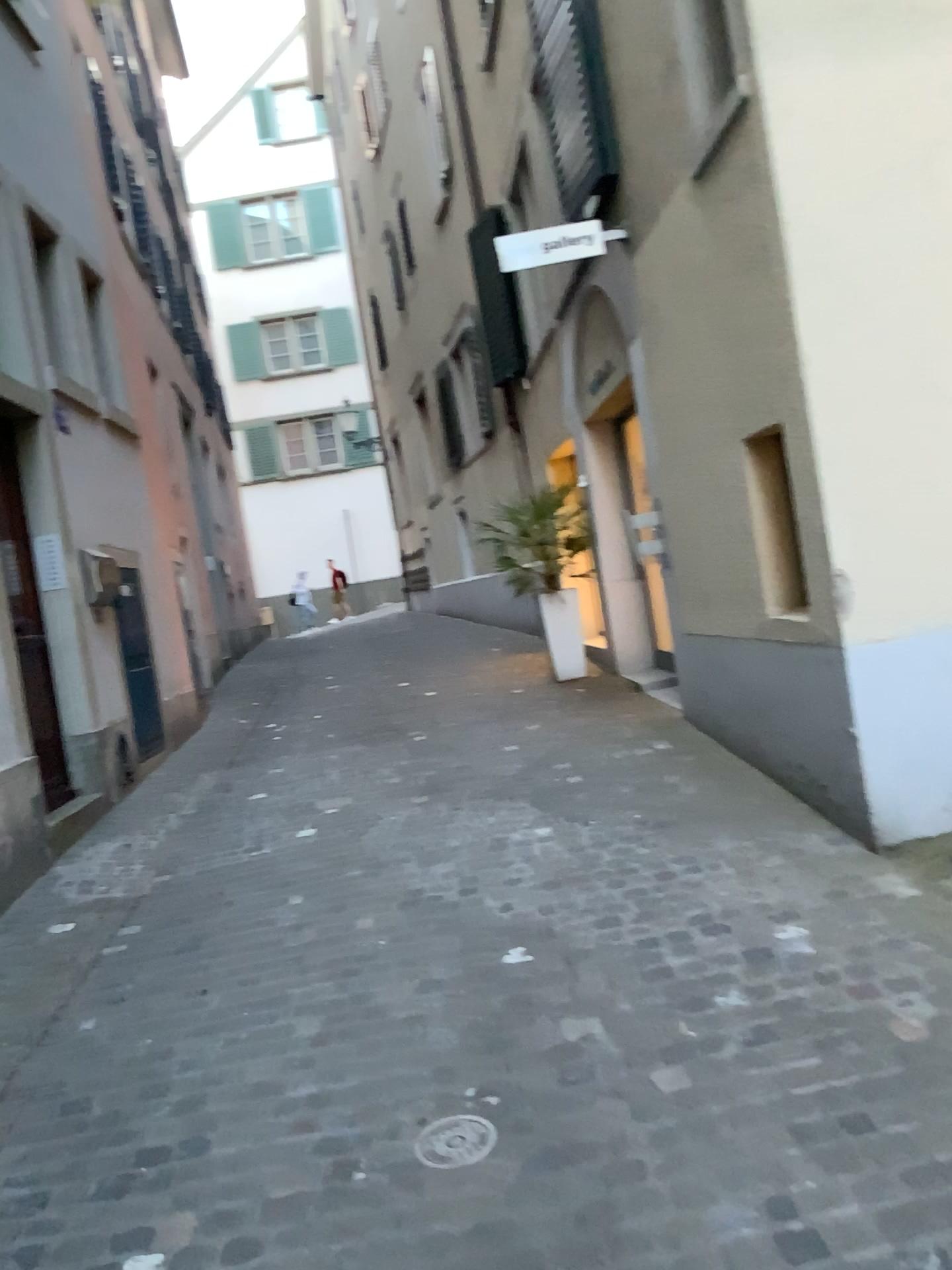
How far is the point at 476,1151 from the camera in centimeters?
230cm

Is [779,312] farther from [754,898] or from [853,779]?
[754,898]

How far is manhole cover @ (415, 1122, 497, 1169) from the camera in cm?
230

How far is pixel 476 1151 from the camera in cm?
230

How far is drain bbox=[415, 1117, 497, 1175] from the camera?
2.3m
